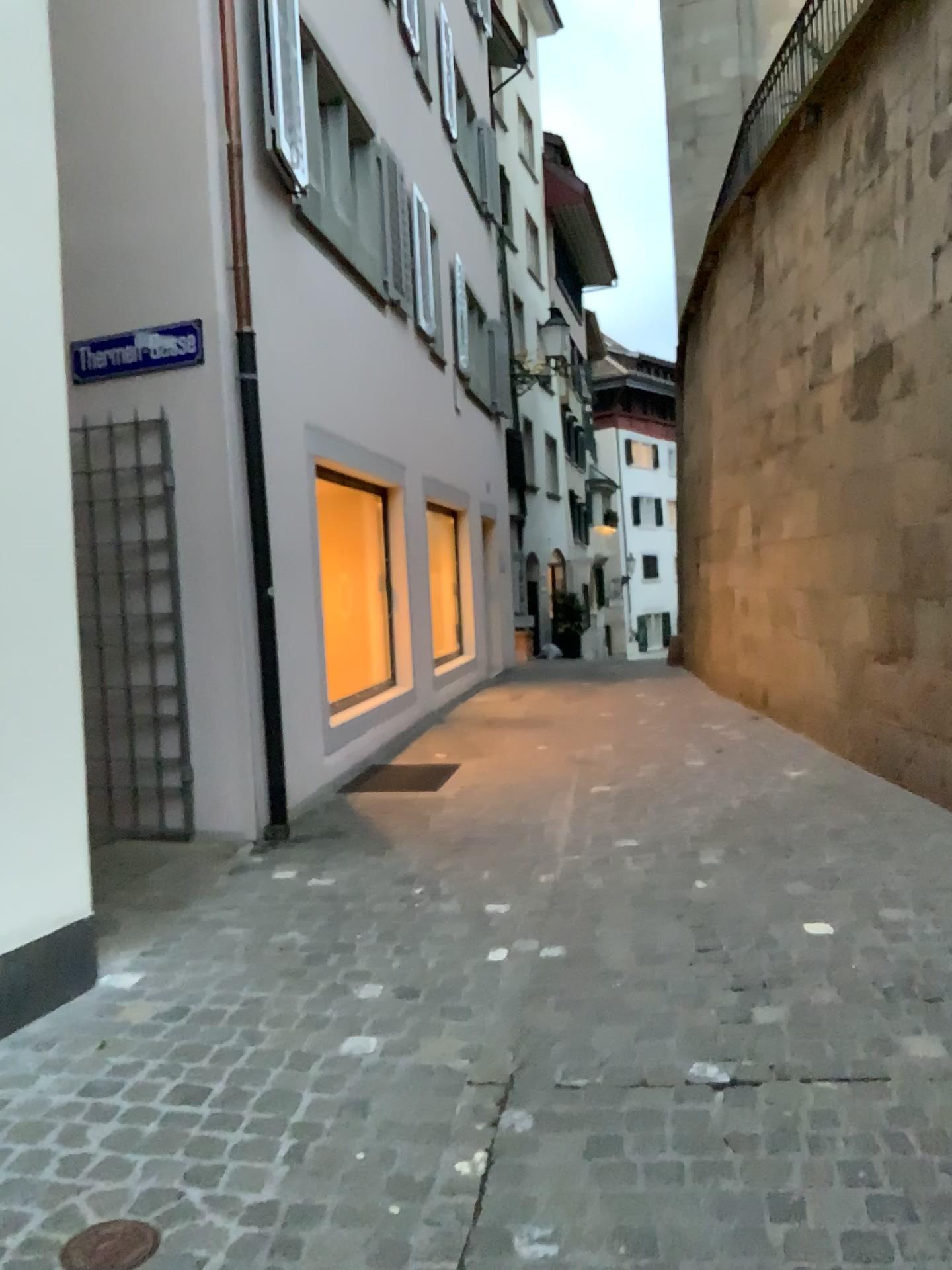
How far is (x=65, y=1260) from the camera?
2.0m

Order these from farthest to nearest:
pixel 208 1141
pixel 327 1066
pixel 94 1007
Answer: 1. pixel 94 1007
2. pixel 327 1066
3. pixel 208 1141

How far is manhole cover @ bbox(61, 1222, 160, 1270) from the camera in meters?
2.0
